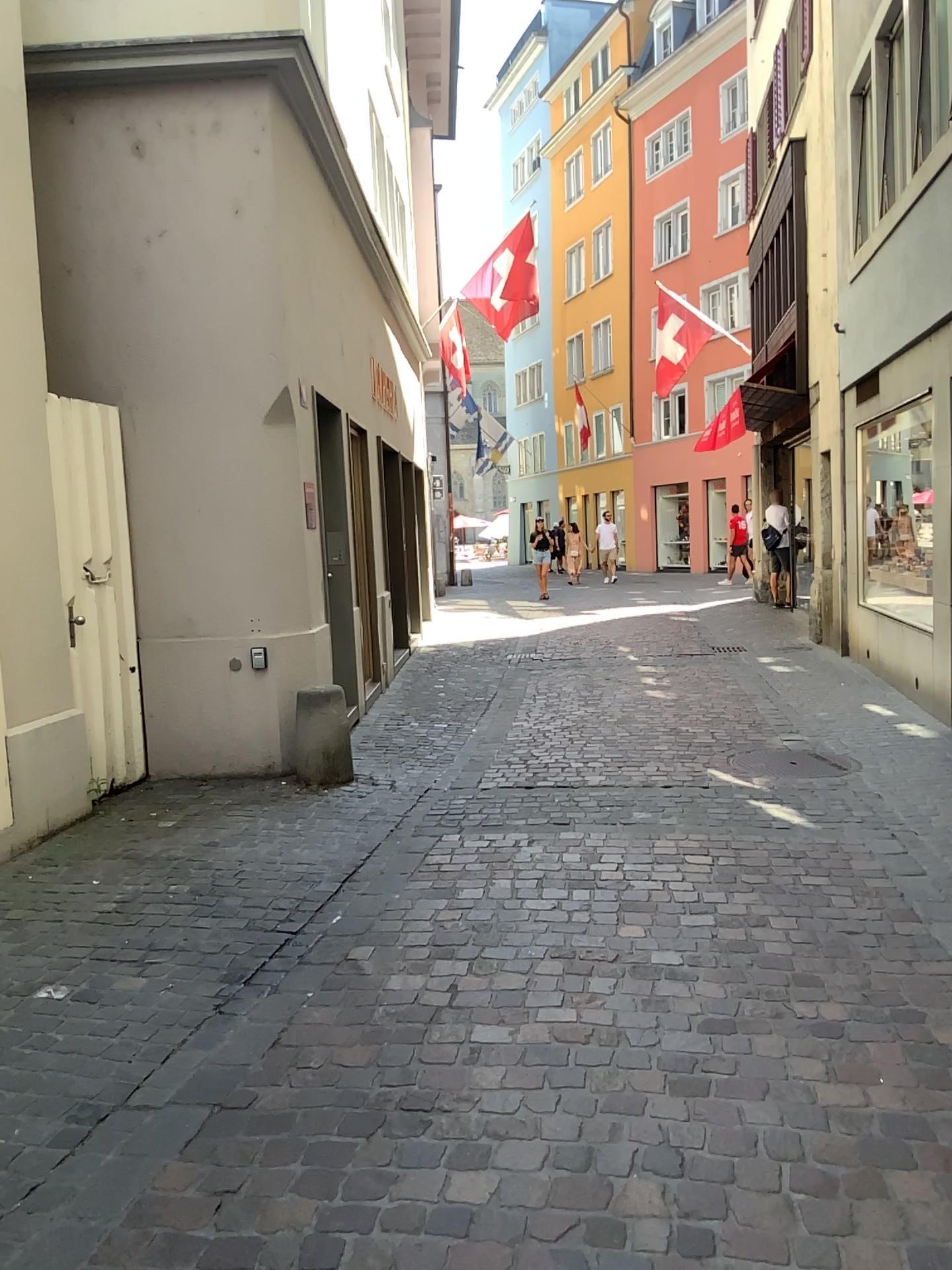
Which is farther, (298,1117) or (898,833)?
(898,833)
